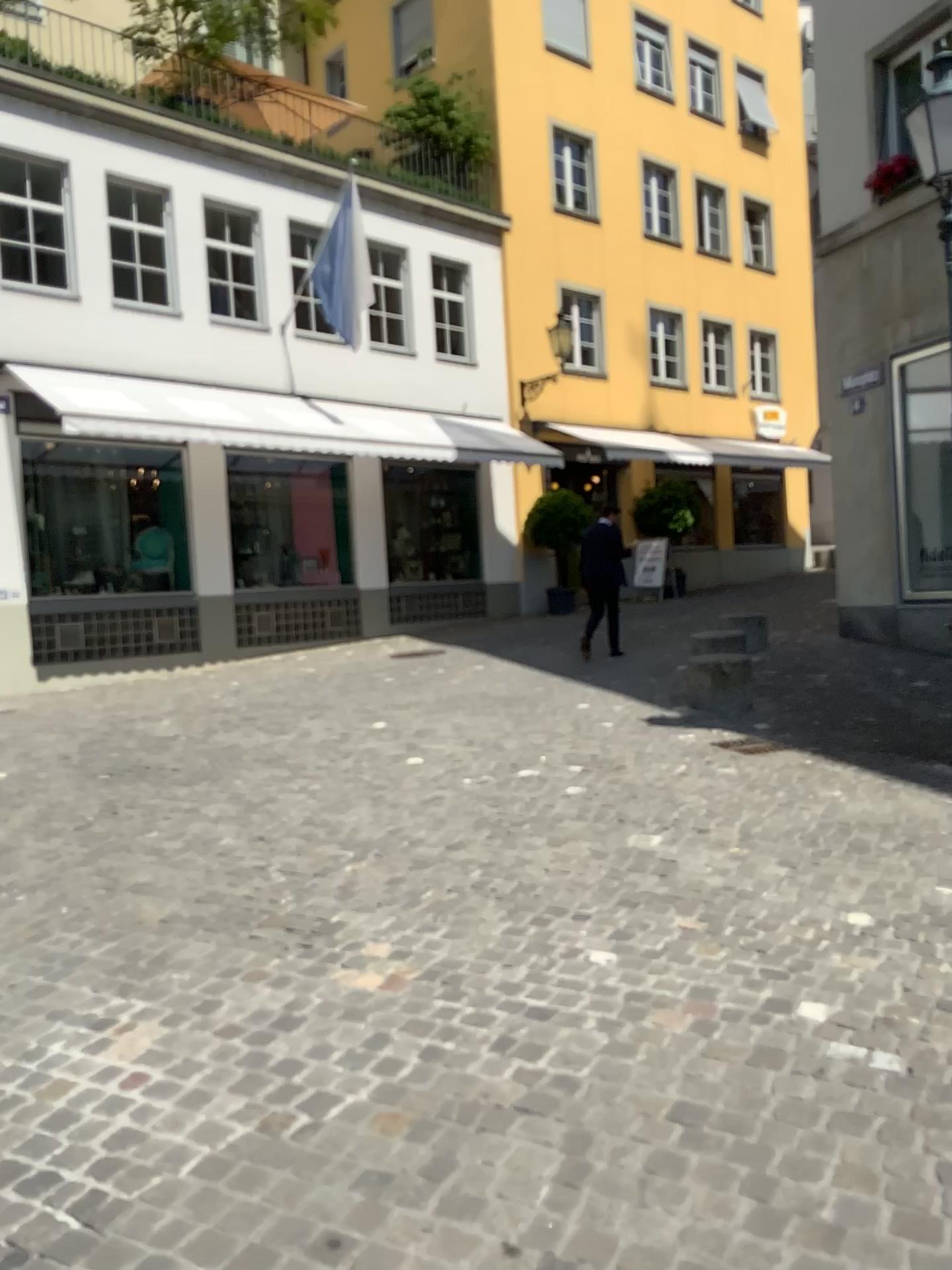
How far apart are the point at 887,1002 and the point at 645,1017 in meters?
0.7
